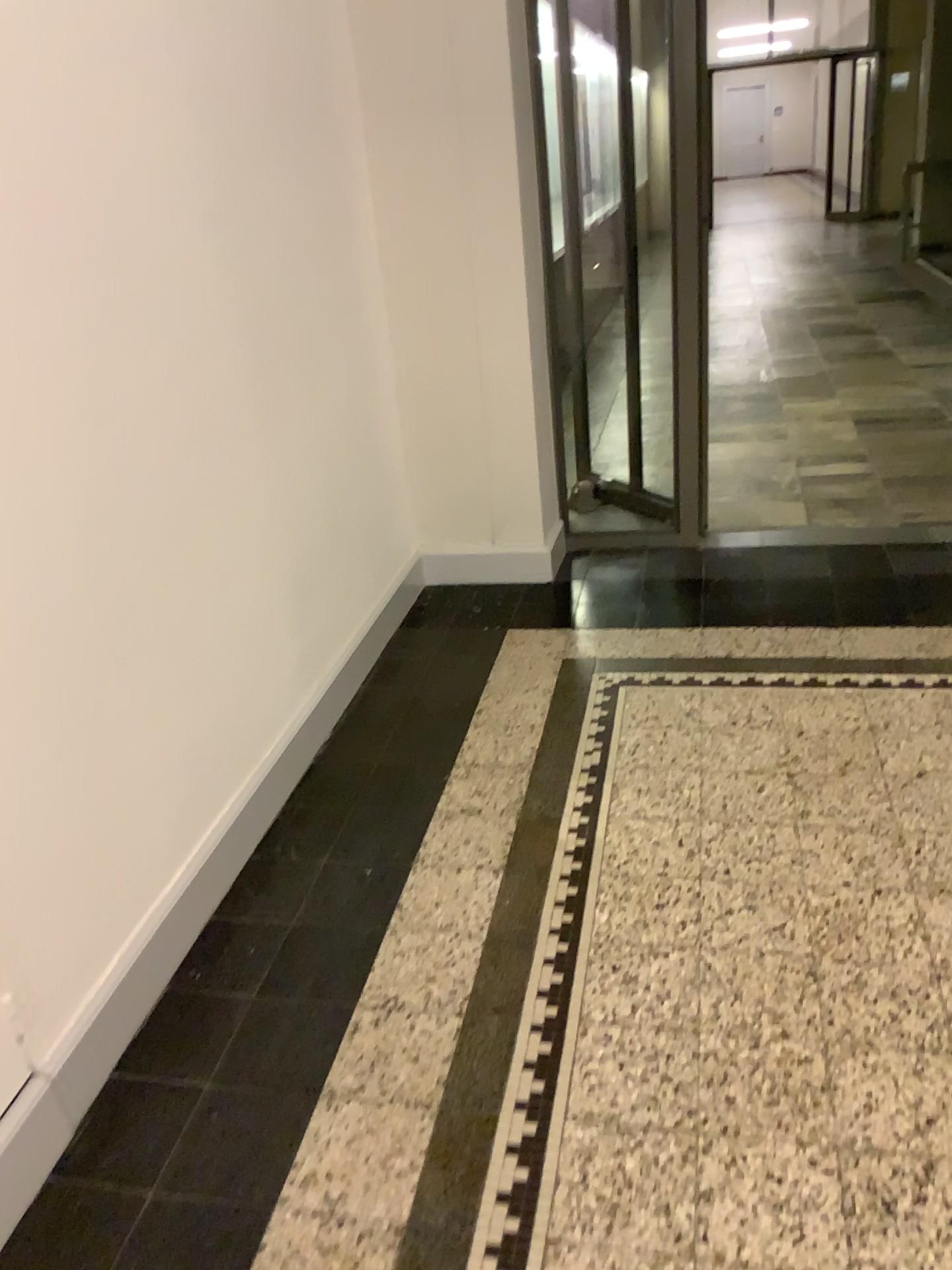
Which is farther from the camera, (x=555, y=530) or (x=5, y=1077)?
(x=555, y=530)

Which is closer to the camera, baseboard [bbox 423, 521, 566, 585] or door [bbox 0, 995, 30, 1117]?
door [bbox 0, 995, 30, 1117]

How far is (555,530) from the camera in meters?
3.7 m

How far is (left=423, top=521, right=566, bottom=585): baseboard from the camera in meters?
3.7

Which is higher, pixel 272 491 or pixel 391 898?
pixel 272 491
